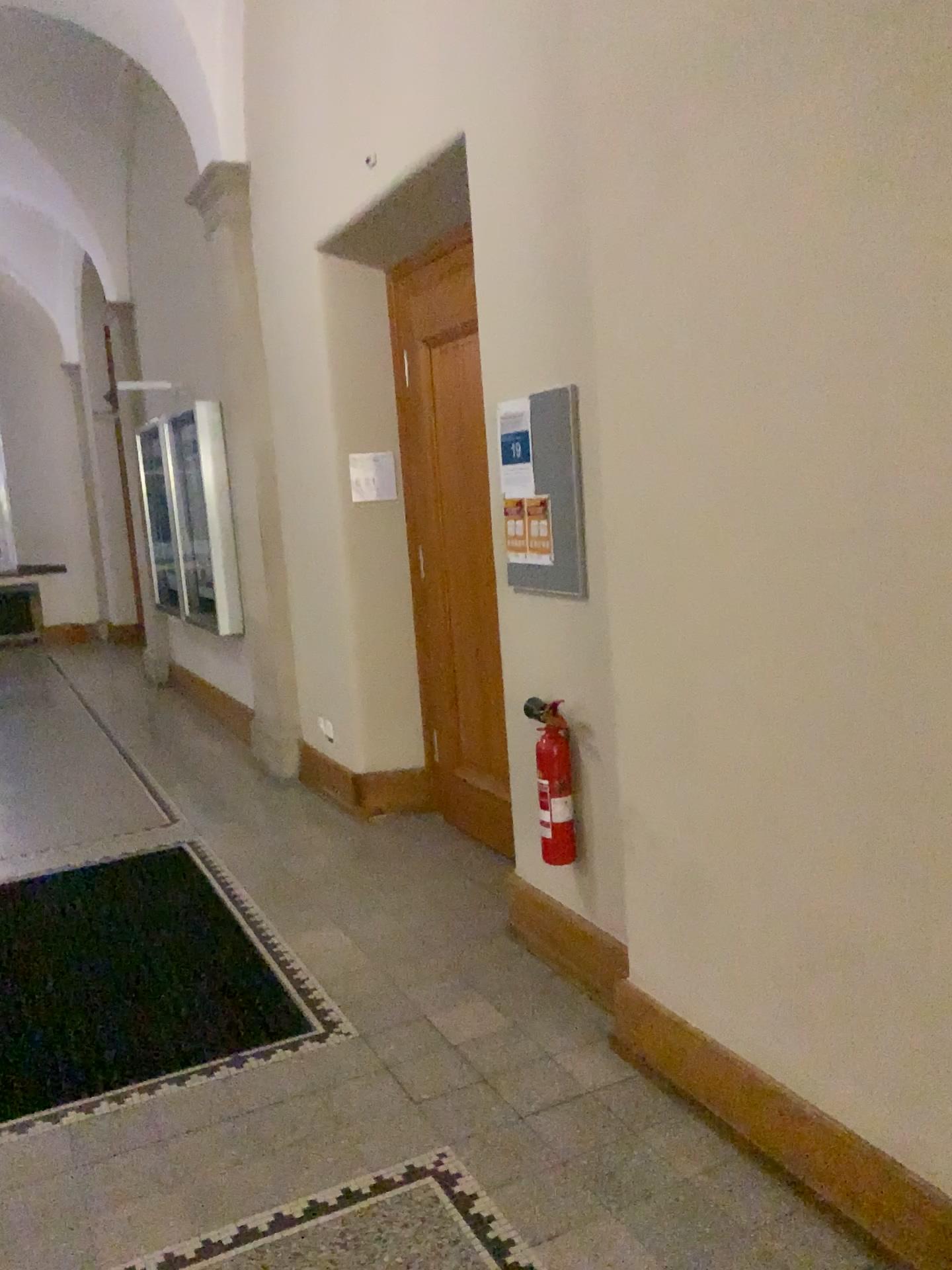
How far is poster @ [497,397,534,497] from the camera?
3.2m

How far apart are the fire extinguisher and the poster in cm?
67

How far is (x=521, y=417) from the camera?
3.2 meters

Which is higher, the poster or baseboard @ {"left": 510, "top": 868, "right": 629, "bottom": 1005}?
the poster

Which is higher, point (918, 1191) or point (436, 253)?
point (436, 253)

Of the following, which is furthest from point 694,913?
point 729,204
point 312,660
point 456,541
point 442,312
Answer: point 312,660

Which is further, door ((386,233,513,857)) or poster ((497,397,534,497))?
door ((386,233,513,857))

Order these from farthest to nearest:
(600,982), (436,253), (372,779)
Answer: (372,779)
(436,253)
(600,982)

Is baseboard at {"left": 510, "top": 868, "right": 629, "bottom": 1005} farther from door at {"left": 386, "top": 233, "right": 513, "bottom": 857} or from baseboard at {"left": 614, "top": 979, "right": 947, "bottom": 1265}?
door at {"left": 386, "top": 233, "right": 513, "bottom": 857}

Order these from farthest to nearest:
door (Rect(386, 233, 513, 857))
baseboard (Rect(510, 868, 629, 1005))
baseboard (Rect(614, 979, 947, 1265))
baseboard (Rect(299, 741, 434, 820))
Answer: baseboard (Rect(299, 741, 434, 820)) < door (Rect(386, 233, 513, 857)) < baseboard (Rect(510, 868, 629, 1005)) < baseboard (Rect(614, 979, 947, 1265))
